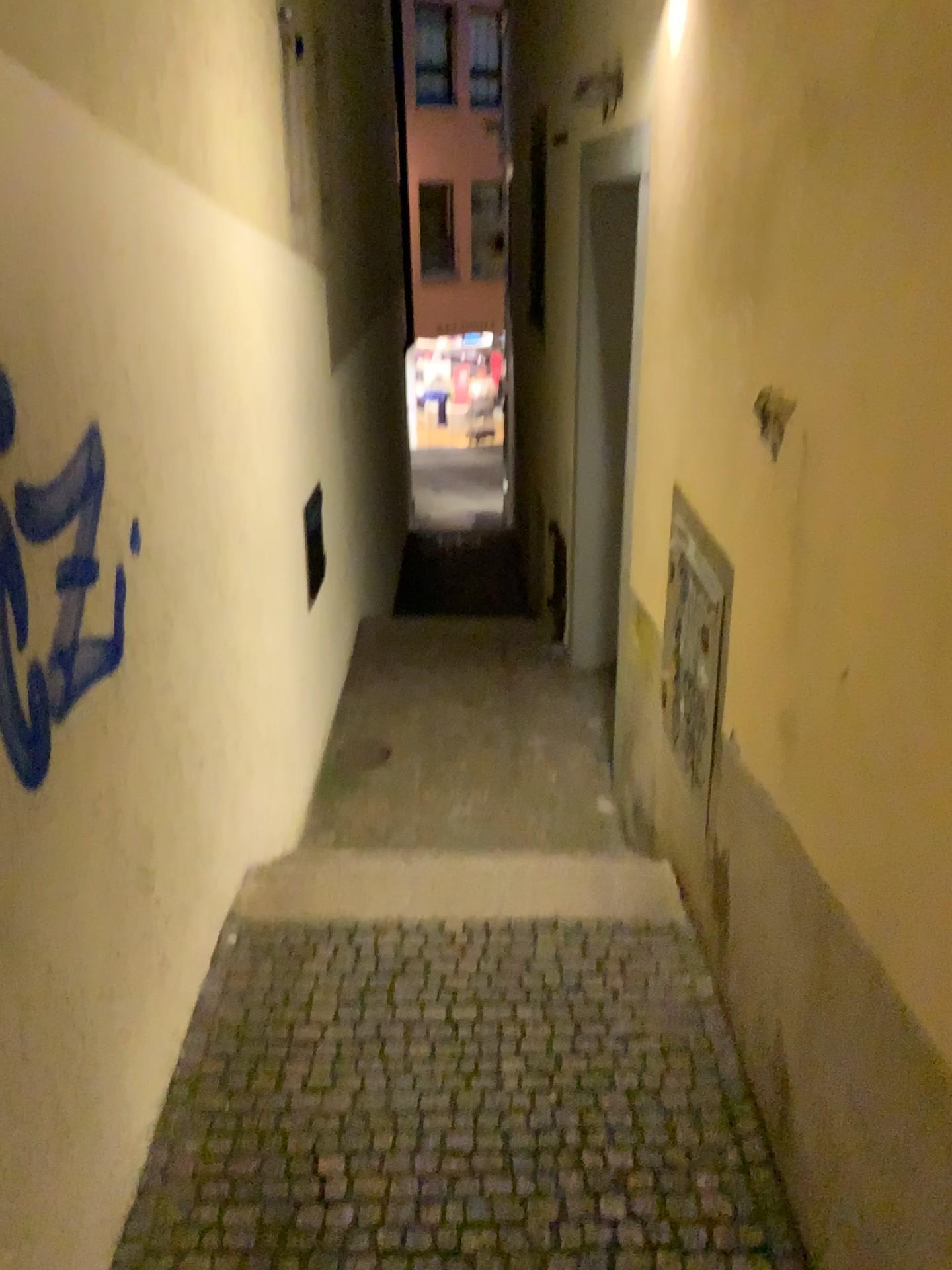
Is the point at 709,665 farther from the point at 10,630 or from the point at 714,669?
the point at 10,630

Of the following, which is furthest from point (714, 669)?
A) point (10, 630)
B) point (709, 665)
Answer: point (10, 630)

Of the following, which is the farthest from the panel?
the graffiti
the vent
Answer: the graffiti

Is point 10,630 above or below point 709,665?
above

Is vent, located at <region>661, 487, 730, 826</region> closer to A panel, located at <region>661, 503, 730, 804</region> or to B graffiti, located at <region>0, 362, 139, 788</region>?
A panel, located at <region>661, 503, 730, 804</region>

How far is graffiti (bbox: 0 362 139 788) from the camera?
1.6 meters

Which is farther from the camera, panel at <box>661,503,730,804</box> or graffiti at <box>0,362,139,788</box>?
panel at <box>661,503,730,804</box>

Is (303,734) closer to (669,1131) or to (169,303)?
(169,303)

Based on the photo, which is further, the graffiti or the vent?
the vent
